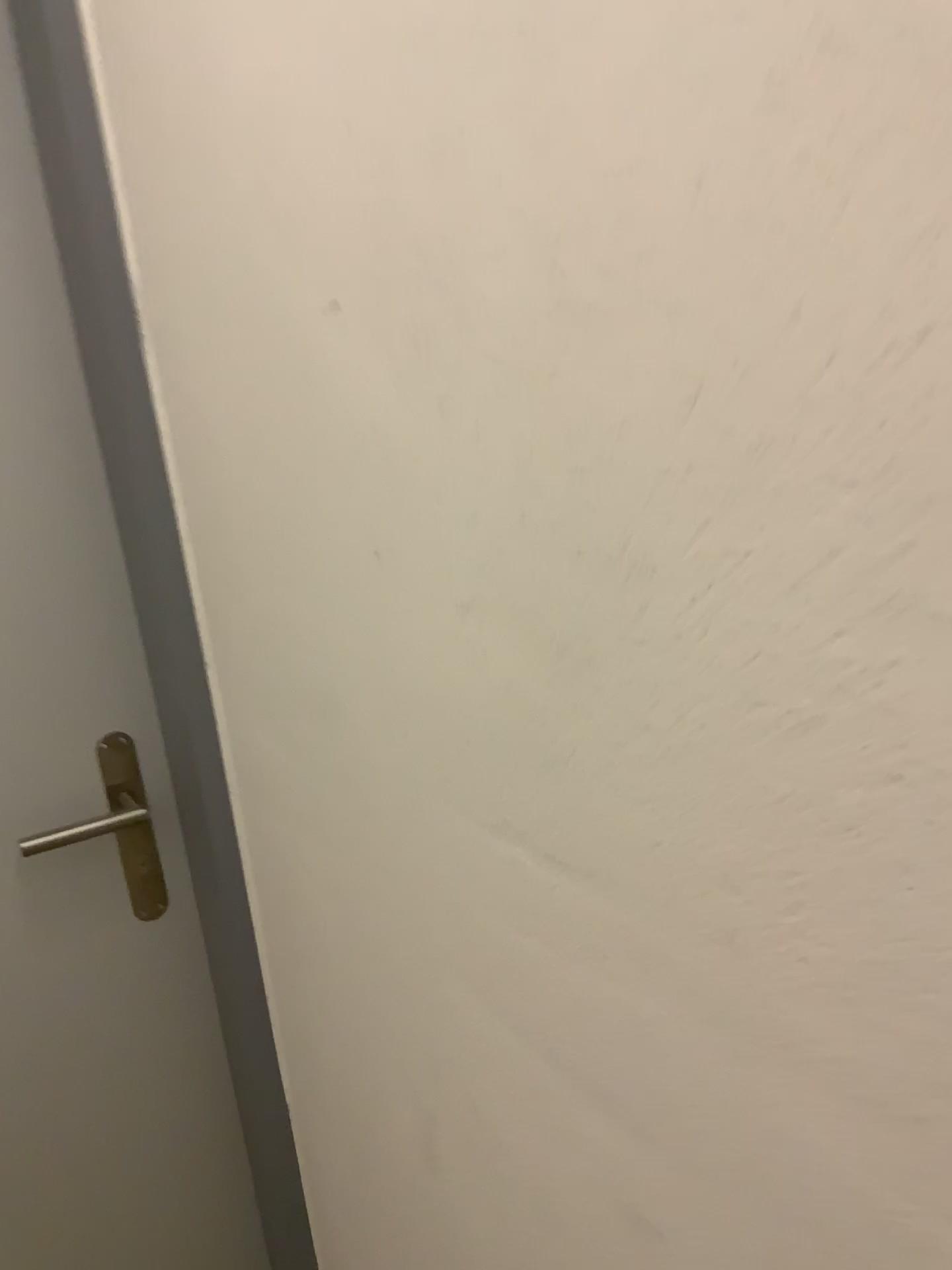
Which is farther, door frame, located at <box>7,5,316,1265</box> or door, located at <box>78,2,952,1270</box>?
door frame, located at <box>7,5,316,1265</box>

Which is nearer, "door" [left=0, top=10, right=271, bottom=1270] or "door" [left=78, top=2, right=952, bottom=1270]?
"door" [left=78, top=2, right=952, bottom=1270]

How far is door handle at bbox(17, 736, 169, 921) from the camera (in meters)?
1.17

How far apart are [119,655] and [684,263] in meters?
0.9 m

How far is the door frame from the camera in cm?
96

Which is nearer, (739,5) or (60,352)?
(739,5)

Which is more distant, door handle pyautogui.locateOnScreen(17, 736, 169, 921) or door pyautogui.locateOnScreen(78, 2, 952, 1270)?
door handle pyautogui.locateOnScreen(17, 736, 169, 921)

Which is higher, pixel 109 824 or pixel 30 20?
pixel 30 20

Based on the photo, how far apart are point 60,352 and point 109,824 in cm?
51

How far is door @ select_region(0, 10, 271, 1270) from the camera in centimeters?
106cm
